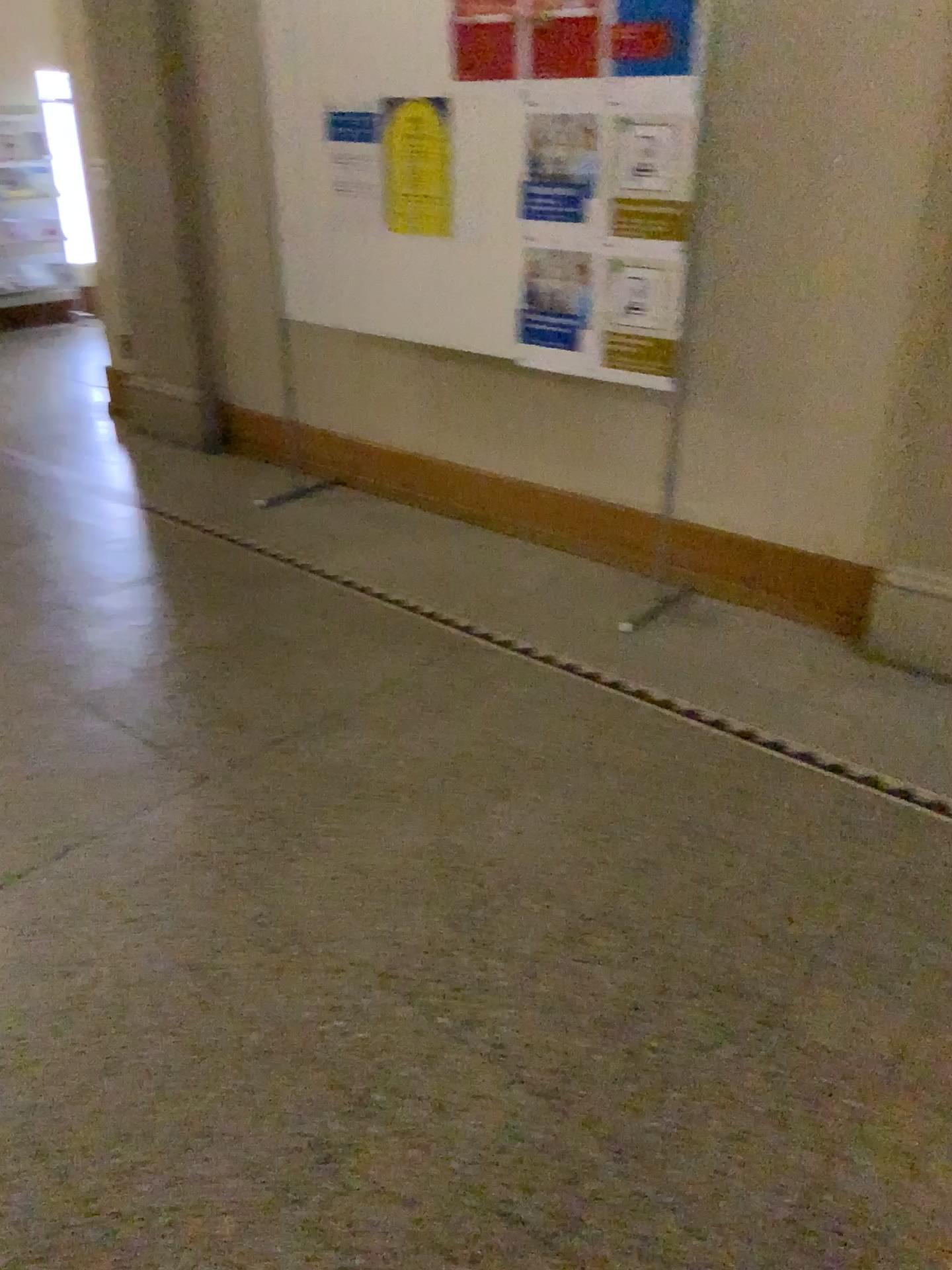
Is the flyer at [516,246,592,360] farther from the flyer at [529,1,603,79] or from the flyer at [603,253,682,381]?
the flyer at [529,1,603,79]

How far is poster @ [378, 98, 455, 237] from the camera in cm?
348

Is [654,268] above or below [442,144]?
below

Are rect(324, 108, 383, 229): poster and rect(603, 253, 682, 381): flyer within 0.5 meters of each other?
no

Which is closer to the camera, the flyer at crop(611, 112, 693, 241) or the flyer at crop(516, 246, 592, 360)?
the flyer at crop(611, 112, 693, 241)

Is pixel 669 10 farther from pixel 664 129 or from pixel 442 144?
pixel 442 144

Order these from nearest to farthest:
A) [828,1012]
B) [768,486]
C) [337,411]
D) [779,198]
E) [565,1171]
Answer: [565,1171] → [828,1012] → [779,198] → [768,486] → [337,411]

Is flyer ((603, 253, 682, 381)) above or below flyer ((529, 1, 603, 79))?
below

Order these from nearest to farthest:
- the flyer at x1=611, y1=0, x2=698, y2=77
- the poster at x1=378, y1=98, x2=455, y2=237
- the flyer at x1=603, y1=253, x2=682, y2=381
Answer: the flyer at x1=611, y1=0, x2=698, y2=77 → the flyer at x1=603, y1=253, x2=682, y2=381 → the poster at x1=378, y1=98, x2=455, y2=237

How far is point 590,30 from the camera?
3.0 meters
